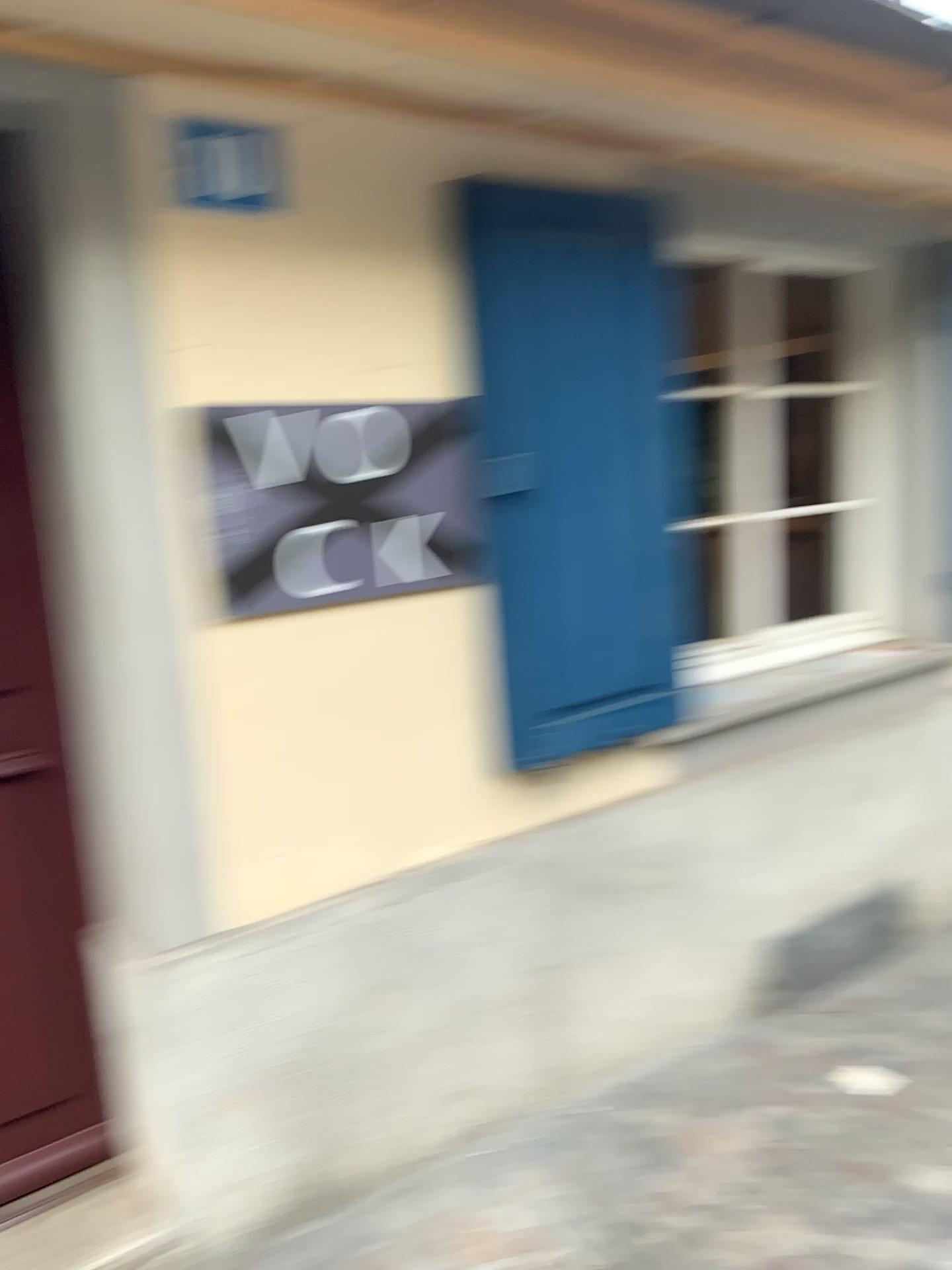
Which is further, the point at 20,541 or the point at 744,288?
the point at 744,288

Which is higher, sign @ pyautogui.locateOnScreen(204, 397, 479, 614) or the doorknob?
sign @ pyautogui.locateOnScreen(204, 397, 479, 614)

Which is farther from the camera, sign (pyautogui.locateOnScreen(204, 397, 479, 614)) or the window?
the window

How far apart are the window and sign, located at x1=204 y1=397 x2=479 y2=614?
1.12m

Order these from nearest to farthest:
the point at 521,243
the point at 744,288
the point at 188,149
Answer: the point at 188,149 → the point at 521,243 → the point at 744,288

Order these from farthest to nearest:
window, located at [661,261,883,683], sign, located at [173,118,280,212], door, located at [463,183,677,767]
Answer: window, located at [661,261,883,683] < door, located at [463,183,677,767] < sign, located at [173,118,280,212]

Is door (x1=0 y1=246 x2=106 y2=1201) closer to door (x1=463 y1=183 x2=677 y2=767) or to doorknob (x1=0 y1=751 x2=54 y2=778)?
doorknob (x1=0 y1=751 x2=54 y2=778)

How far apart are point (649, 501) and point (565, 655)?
0.45m

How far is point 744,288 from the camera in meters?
3.3

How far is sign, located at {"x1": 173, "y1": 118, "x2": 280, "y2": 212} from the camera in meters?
1.9 m
